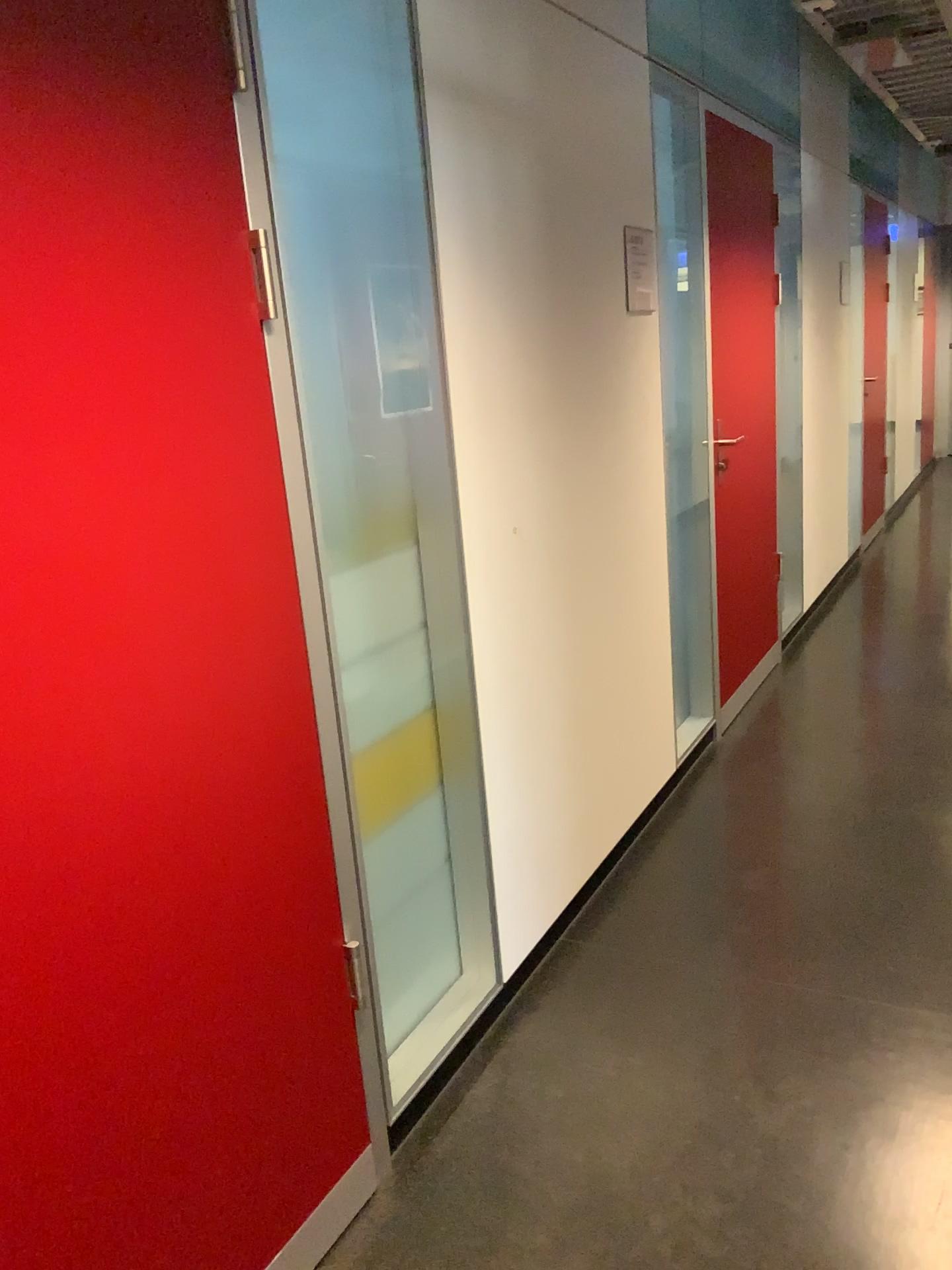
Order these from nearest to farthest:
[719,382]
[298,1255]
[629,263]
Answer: [298,1255]
[629,263]
[719,382]

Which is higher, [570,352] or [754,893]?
[570,352]

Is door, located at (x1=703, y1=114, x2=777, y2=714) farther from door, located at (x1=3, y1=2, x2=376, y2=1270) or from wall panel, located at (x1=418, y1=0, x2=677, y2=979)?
door, located at (x1=3, y1=2, x2=376, y2=1270)

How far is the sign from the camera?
2.8m

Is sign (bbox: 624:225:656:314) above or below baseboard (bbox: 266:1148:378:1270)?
above

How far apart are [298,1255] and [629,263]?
2.4 meters

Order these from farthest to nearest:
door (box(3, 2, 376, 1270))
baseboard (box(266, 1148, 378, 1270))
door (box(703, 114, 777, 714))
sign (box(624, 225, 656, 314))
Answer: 1. door (box(703, 114, 777, 714))
2. sign (box(624, 225, 656, 314))
3. baseboard (box(266, 1148, 378, 1270))
4. door (box(3, 2, 376, 1270))

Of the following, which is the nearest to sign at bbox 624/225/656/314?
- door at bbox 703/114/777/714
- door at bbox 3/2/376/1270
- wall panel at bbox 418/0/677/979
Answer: wall panel at bbox 418/0/677/979

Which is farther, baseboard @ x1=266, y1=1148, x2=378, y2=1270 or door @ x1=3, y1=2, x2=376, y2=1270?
baseboard @ x1=266, y1=1148, x2=378, y2=1270

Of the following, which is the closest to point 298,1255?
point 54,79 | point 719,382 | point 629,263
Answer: point 54,79
